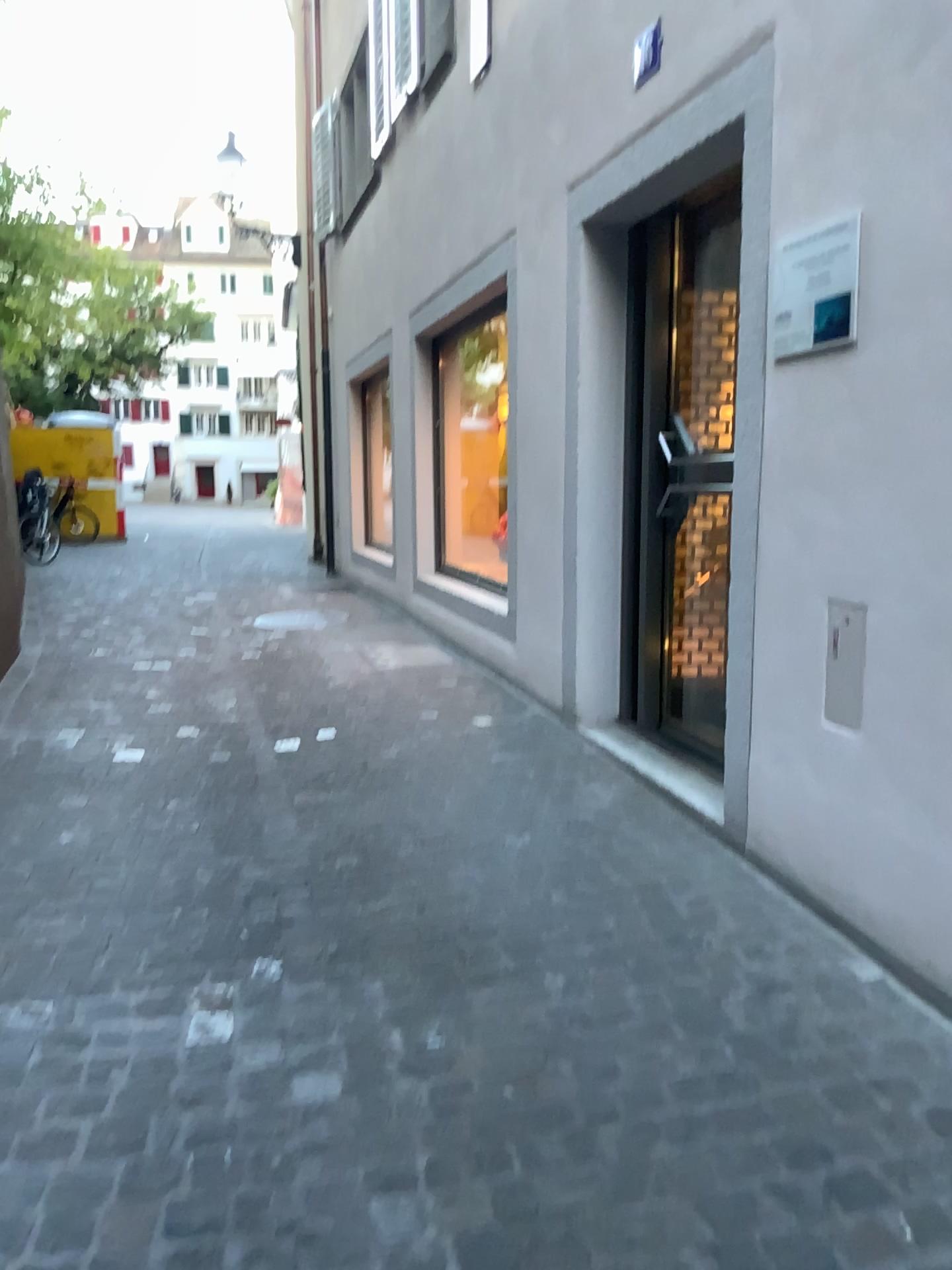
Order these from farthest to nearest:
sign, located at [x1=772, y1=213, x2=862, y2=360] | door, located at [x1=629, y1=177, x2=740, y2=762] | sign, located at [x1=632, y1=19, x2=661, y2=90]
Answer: door, located at [x1=629, y1=177, x2=740, y2=762], sign, located at [x1=632, y1=19, x2=661, y2=90], sign, located at [x1=772, y1=213, x2=862, y2=360]

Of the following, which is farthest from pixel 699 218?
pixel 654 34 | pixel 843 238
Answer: pixel 843 238

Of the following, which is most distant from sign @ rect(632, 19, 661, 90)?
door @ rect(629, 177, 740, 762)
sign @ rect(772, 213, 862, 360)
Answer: sign @ rect(772, 213, 862, 360)

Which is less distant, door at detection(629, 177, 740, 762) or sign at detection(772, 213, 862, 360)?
sign at detection(772, 213, 862, 360)

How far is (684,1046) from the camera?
2.2m

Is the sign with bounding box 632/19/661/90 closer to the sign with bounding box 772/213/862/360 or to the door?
the door

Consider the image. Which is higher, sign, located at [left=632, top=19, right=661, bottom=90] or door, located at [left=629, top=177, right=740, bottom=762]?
sign, located at [left=632, top=19, right=661, bottom=90]

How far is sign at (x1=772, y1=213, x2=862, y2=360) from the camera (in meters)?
2.50

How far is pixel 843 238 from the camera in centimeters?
250cm

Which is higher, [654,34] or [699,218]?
[654,34]
